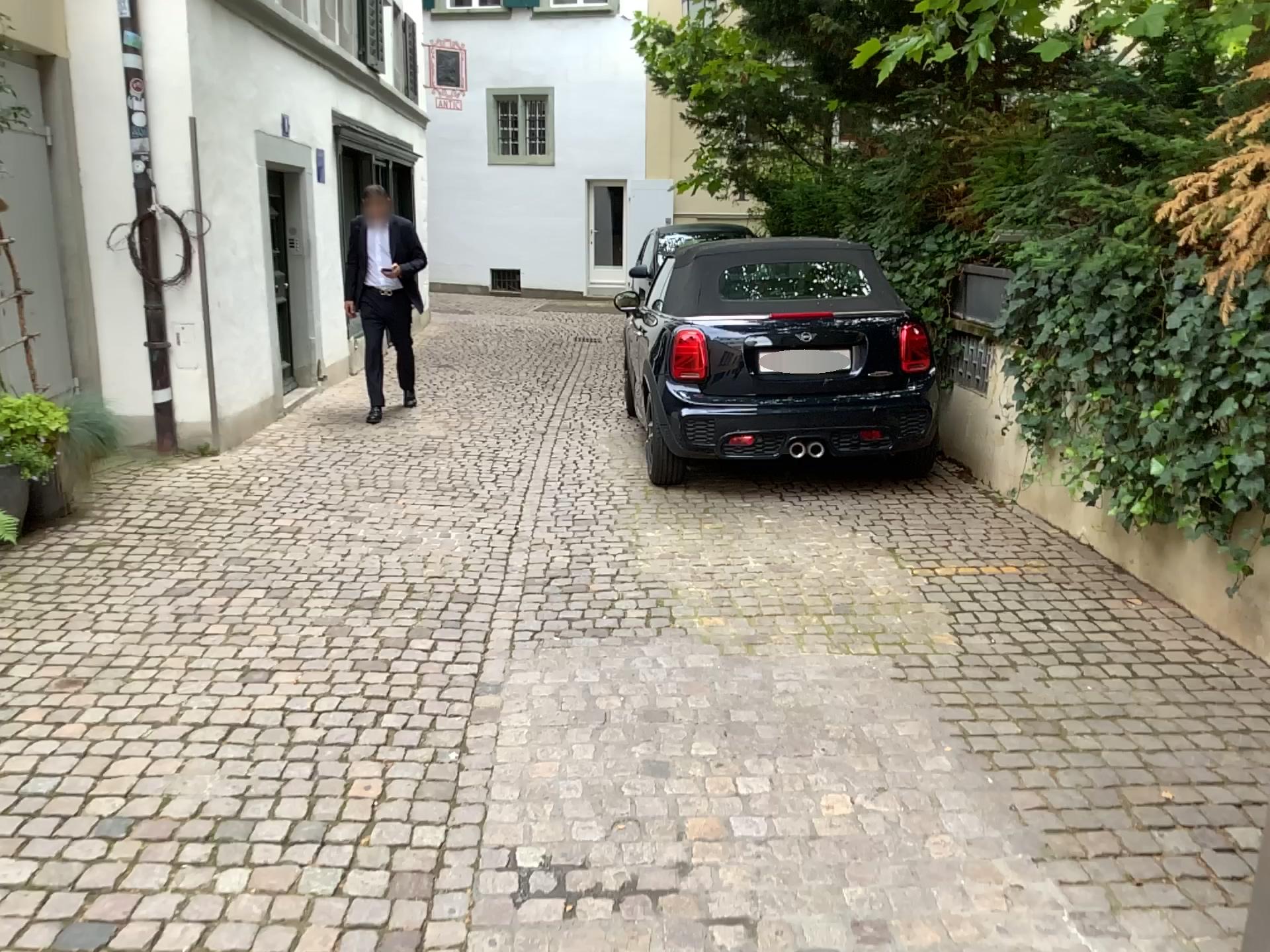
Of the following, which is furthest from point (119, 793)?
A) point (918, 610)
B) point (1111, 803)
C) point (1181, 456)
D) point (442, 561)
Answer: point (1181, 456)
